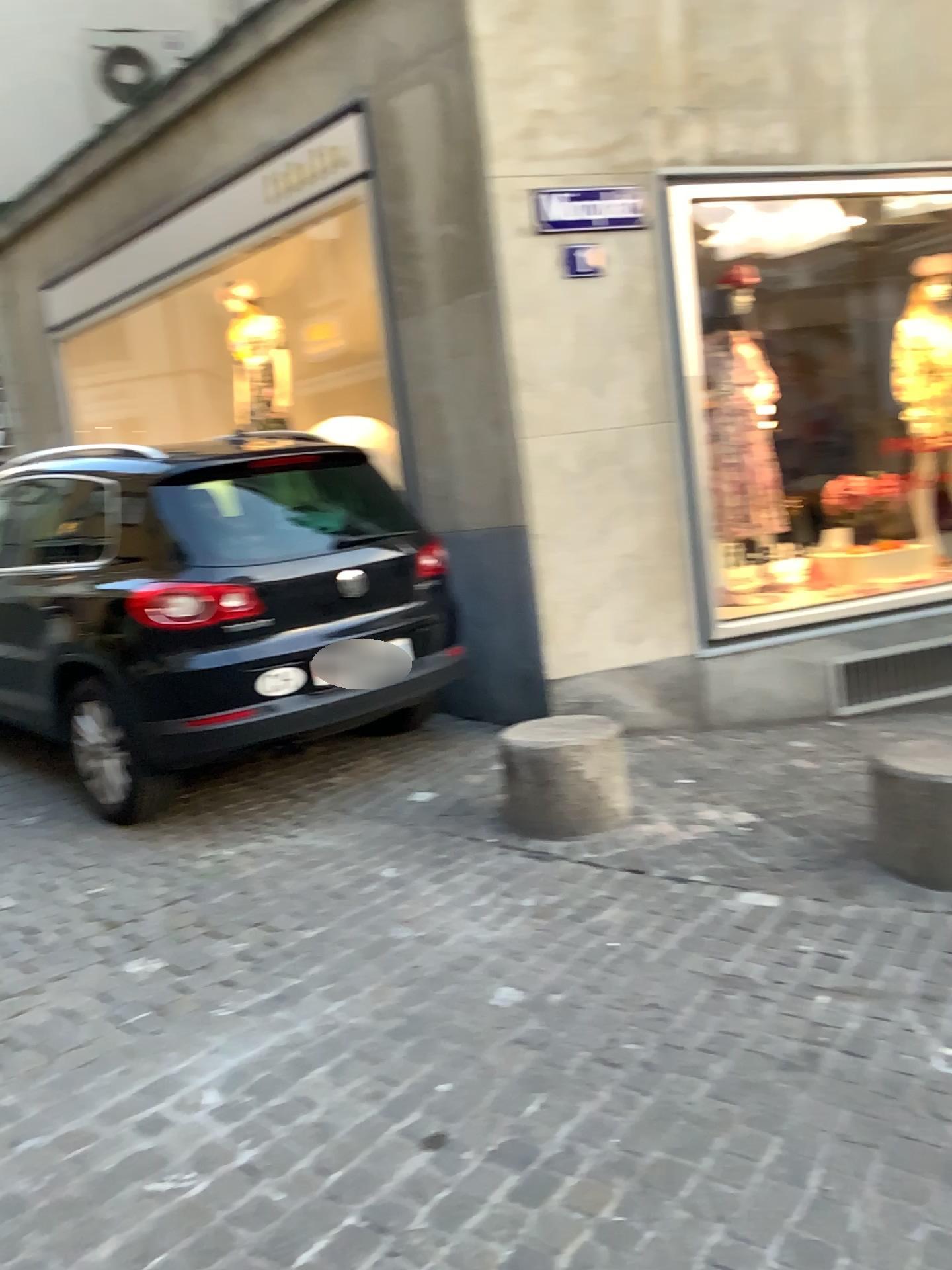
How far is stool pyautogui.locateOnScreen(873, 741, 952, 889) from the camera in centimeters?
347cm

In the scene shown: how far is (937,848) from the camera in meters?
3.5 m

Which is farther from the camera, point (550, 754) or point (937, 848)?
point (550, 754)

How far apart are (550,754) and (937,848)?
1.40m

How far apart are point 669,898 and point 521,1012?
0.88m

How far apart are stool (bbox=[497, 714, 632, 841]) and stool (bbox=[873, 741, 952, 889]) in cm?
99

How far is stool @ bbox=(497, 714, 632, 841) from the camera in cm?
411

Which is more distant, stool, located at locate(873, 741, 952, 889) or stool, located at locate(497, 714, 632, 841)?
stool, located at locate(497, 714, 632, 841)
